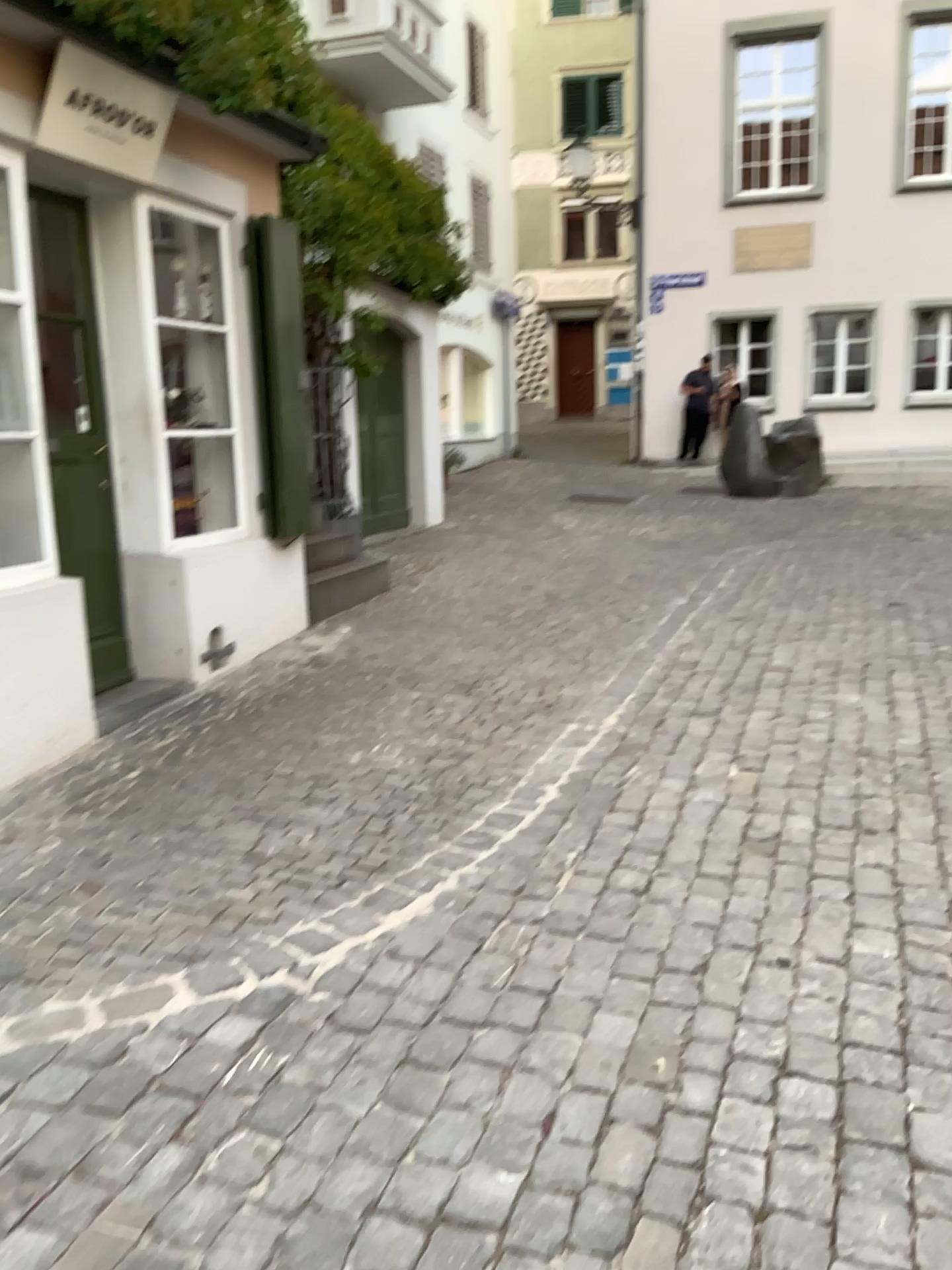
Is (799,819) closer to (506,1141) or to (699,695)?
(699,695)
